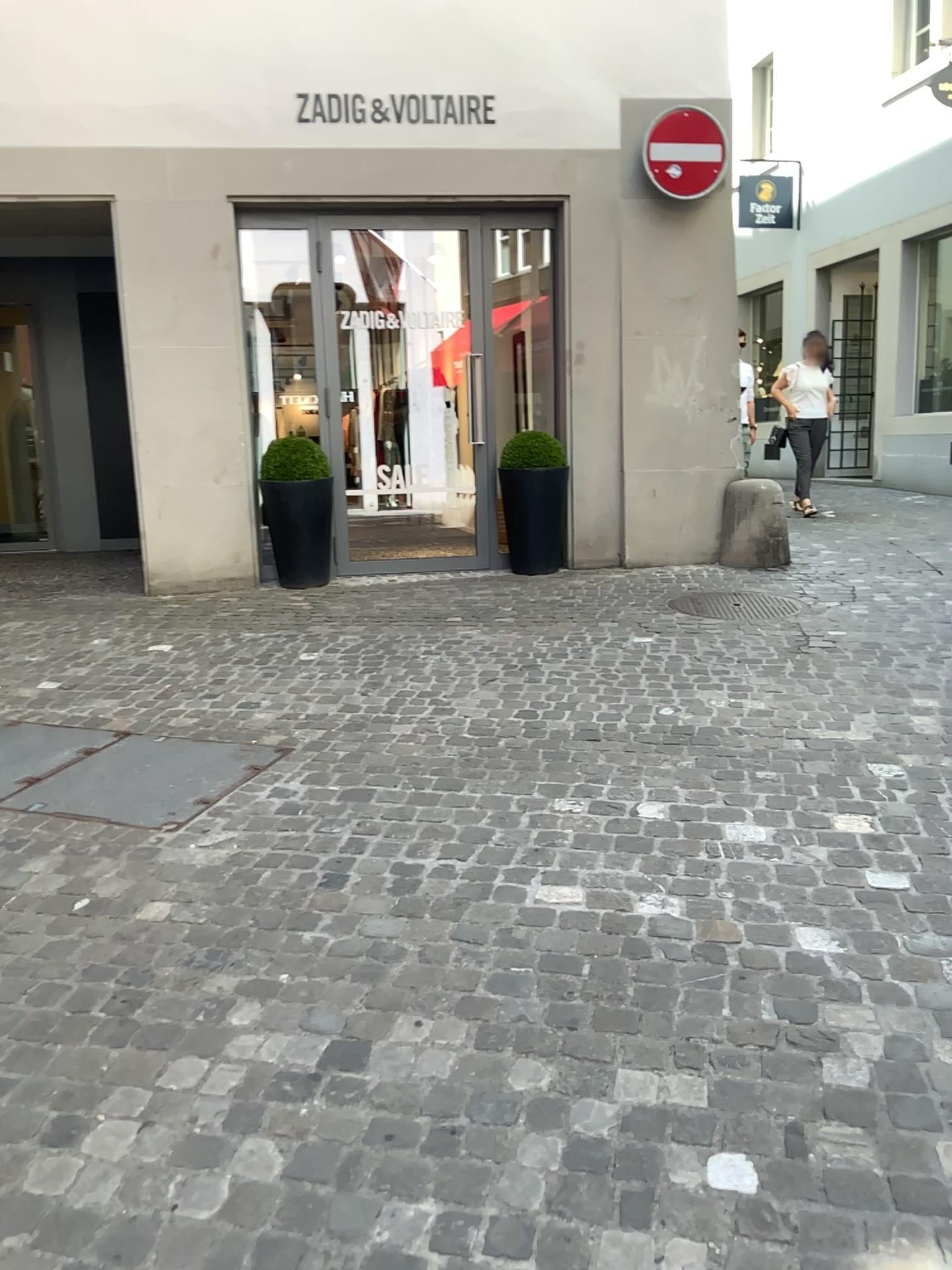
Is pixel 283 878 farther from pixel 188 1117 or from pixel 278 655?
pixel 278 655
